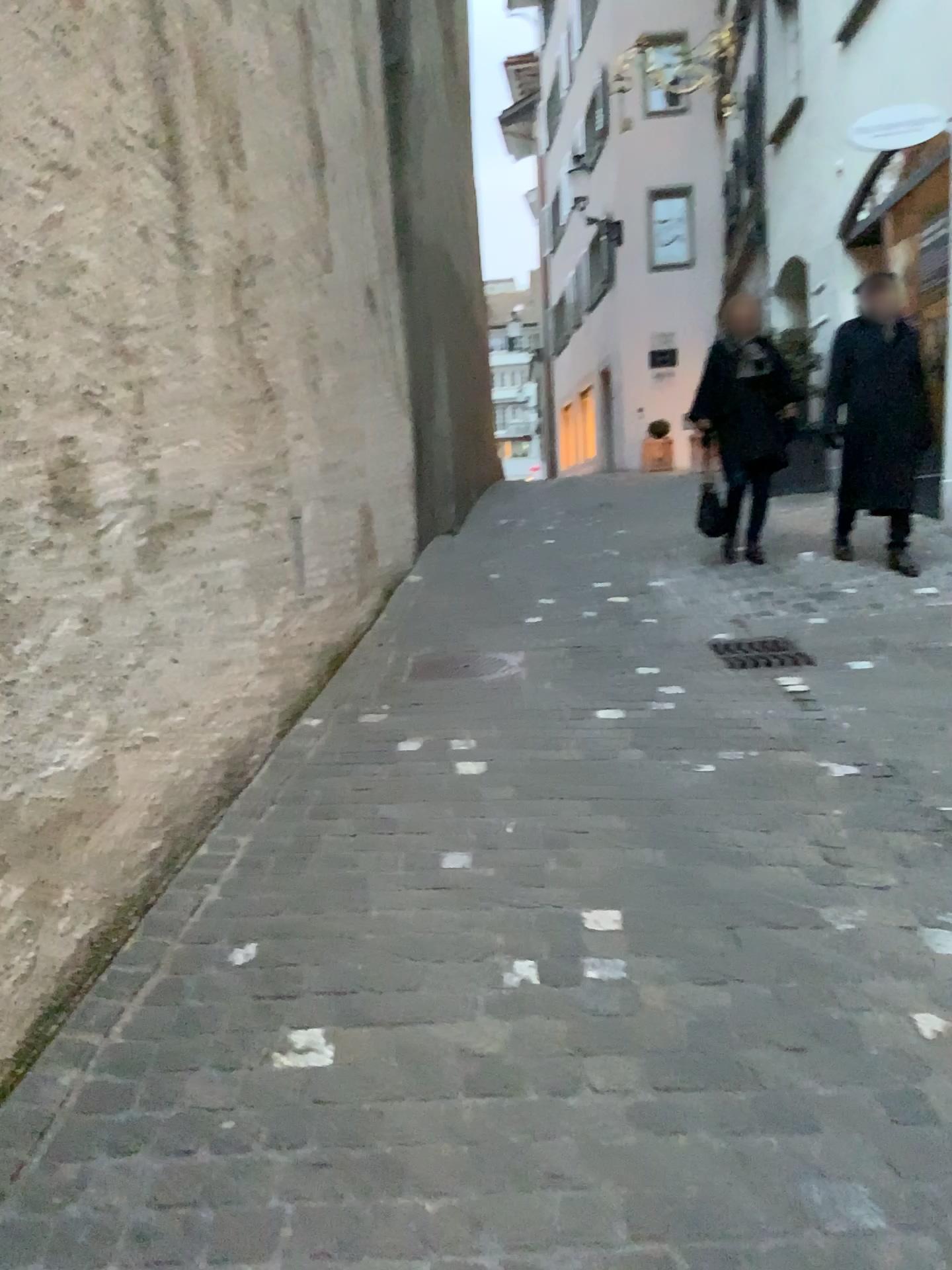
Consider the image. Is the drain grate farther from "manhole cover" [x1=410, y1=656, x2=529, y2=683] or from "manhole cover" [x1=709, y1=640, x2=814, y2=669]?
"manhole cover" [x1=410, y1=656, x2=529, y2=683]

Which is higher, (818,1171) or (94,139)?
(94,139)

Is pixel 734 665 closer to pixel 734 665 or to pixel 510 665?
pixel 734 665

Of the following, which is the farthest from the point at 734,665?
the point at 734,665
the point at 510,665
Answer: the point at 510,665

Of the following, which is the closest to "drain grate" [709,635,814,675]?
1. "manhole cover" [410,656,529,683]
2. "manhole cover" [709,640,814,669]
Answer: "manhole cover" [709,640,814,669]
